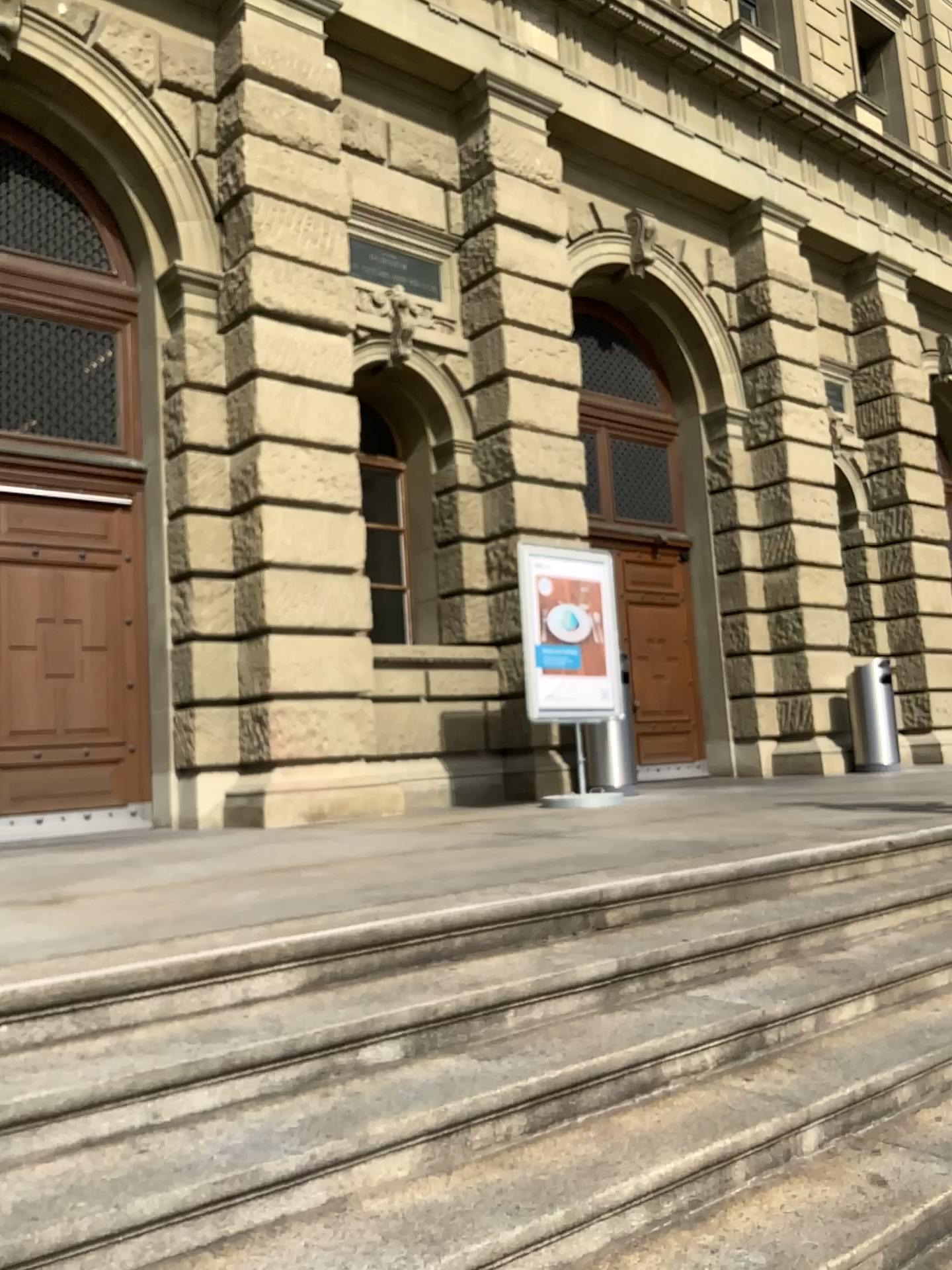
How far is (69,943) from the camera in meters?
2.7 m

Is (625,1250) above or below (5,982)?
below

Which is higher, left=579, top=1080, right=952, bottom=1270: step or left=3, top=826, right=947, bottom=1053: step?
left=3, top=826, right=947, bottom=1053: step
